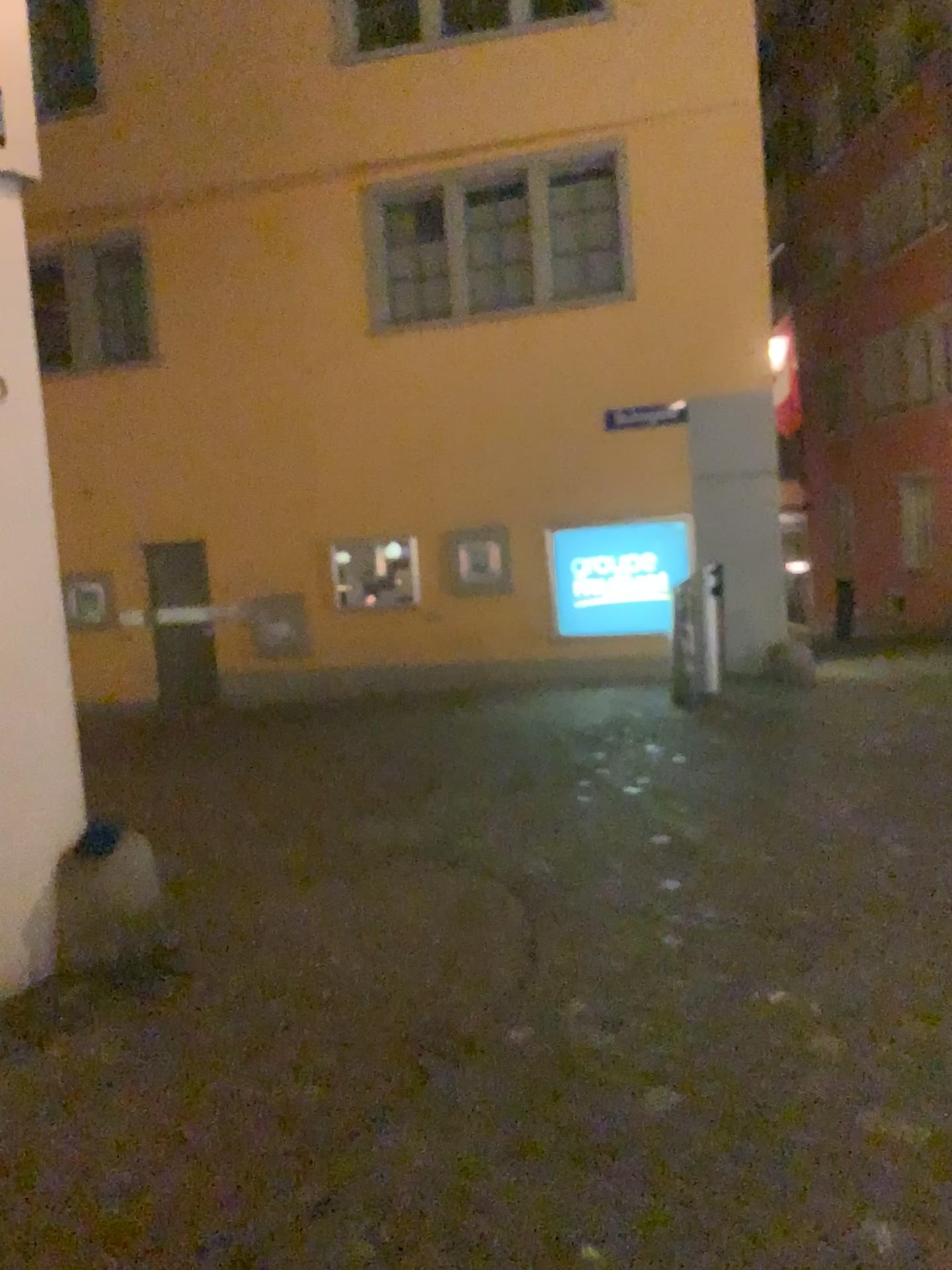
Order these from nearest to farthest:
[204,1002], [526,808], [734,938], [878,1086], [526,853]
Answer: [878,1086] < [204,1002] < [734,938] < [526,853] < [526,808]
